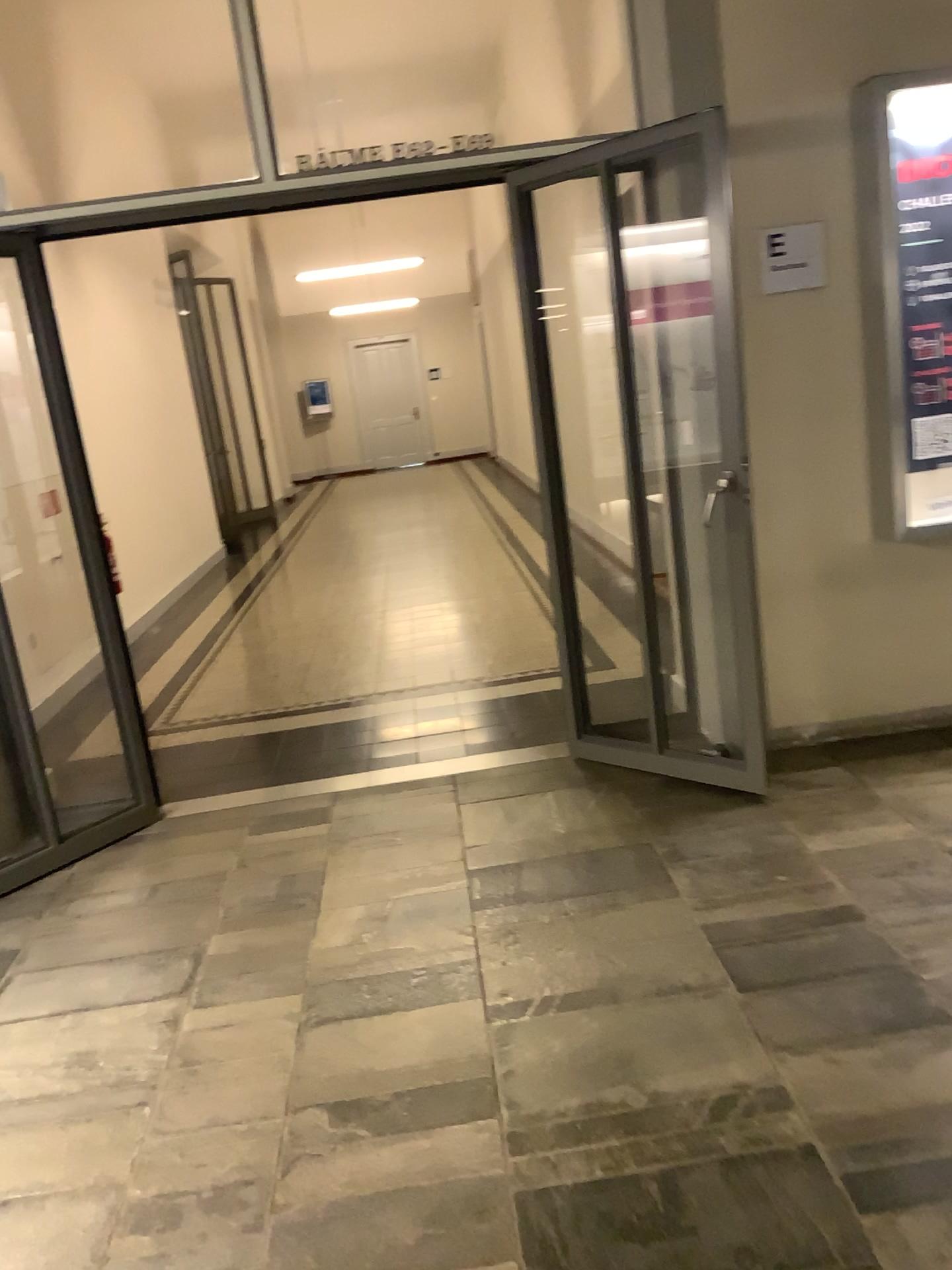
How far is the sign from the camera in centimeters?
358cm

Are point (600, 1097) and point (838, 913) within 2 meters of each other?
yes

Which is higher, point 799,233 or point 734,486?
point 799,233

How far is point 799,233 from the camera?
3.6 meters
